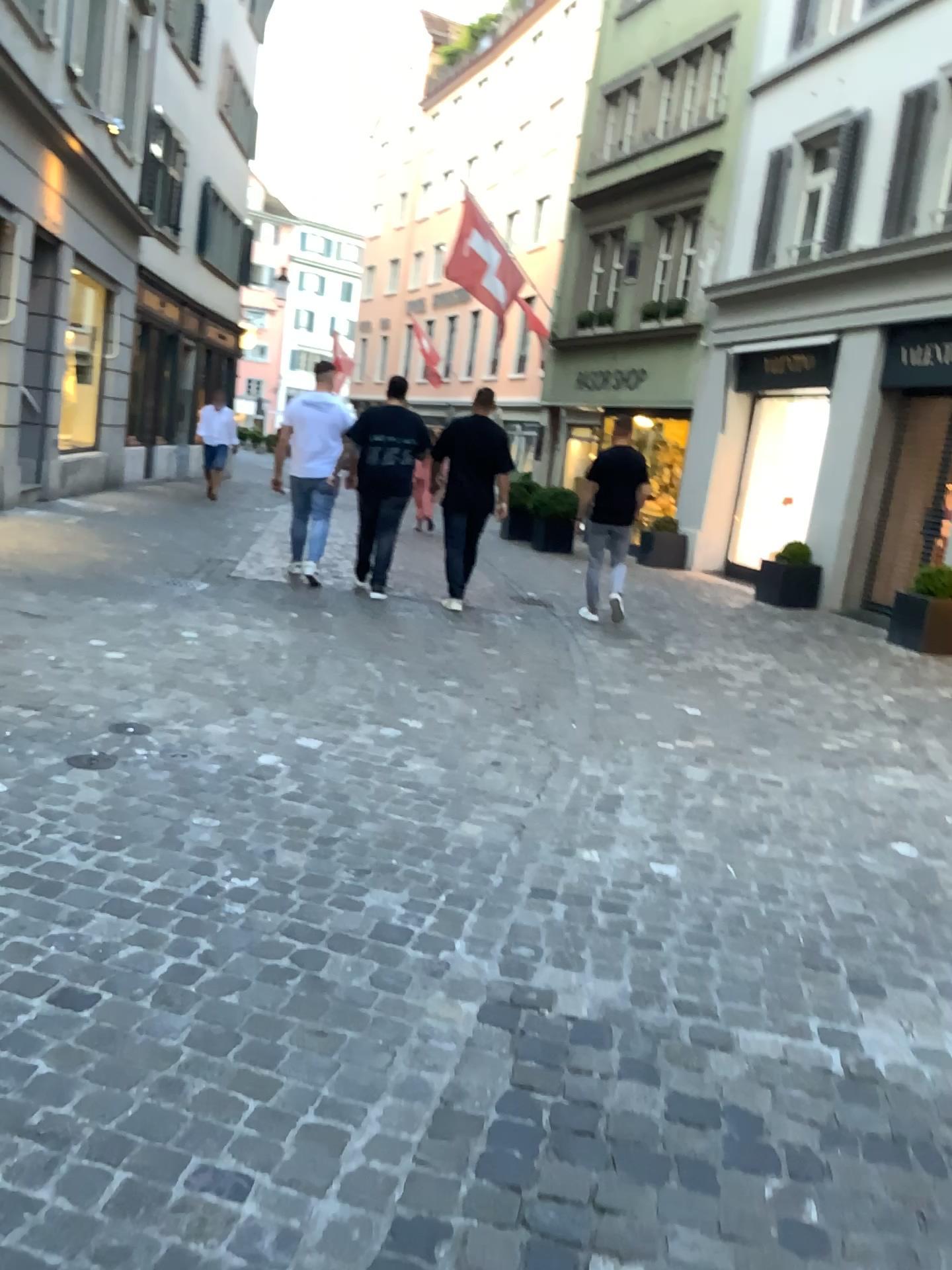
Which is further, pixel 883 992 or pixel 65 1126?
pixel 883 992
